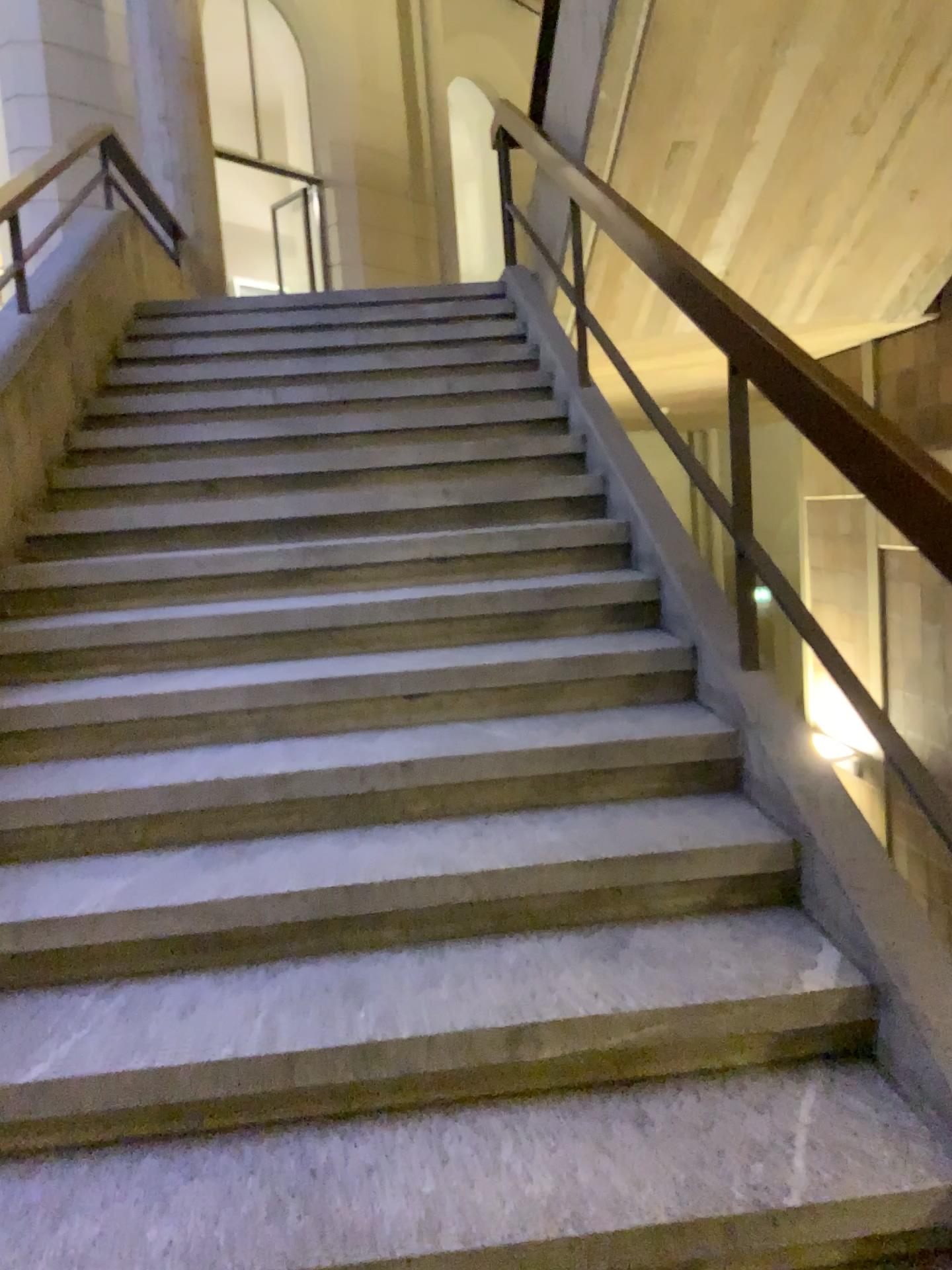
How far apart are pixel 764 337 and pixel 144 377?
3.2m
